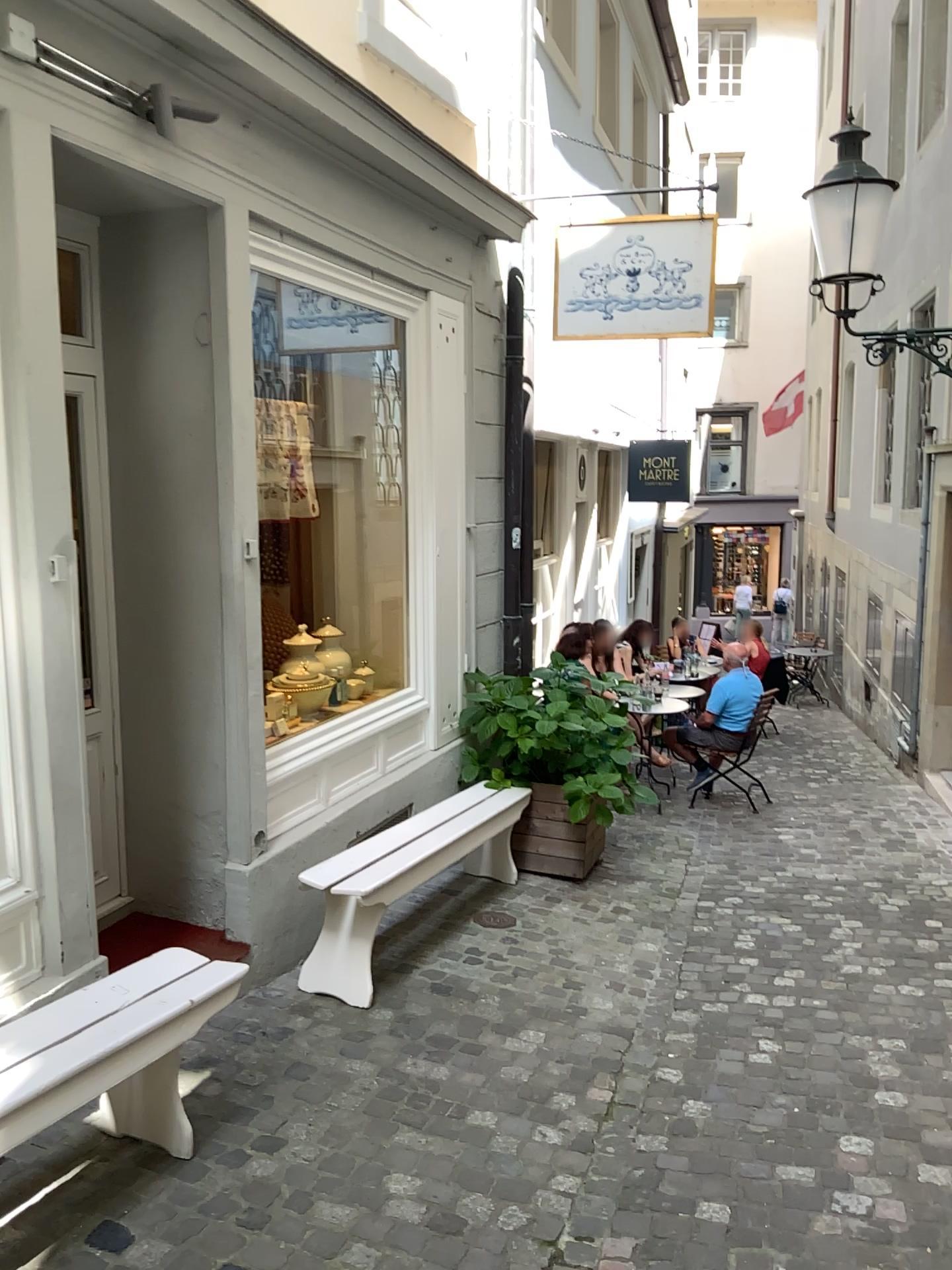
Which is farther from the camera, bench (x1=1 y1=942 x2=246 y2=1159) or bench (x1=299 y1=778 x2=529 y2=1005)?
bench (x1=299 y1=778 x2=529 y2=1005)

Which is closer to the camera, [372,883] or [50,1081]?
[50,1081]

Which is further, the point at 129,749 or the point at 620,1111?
the point at 129,749
